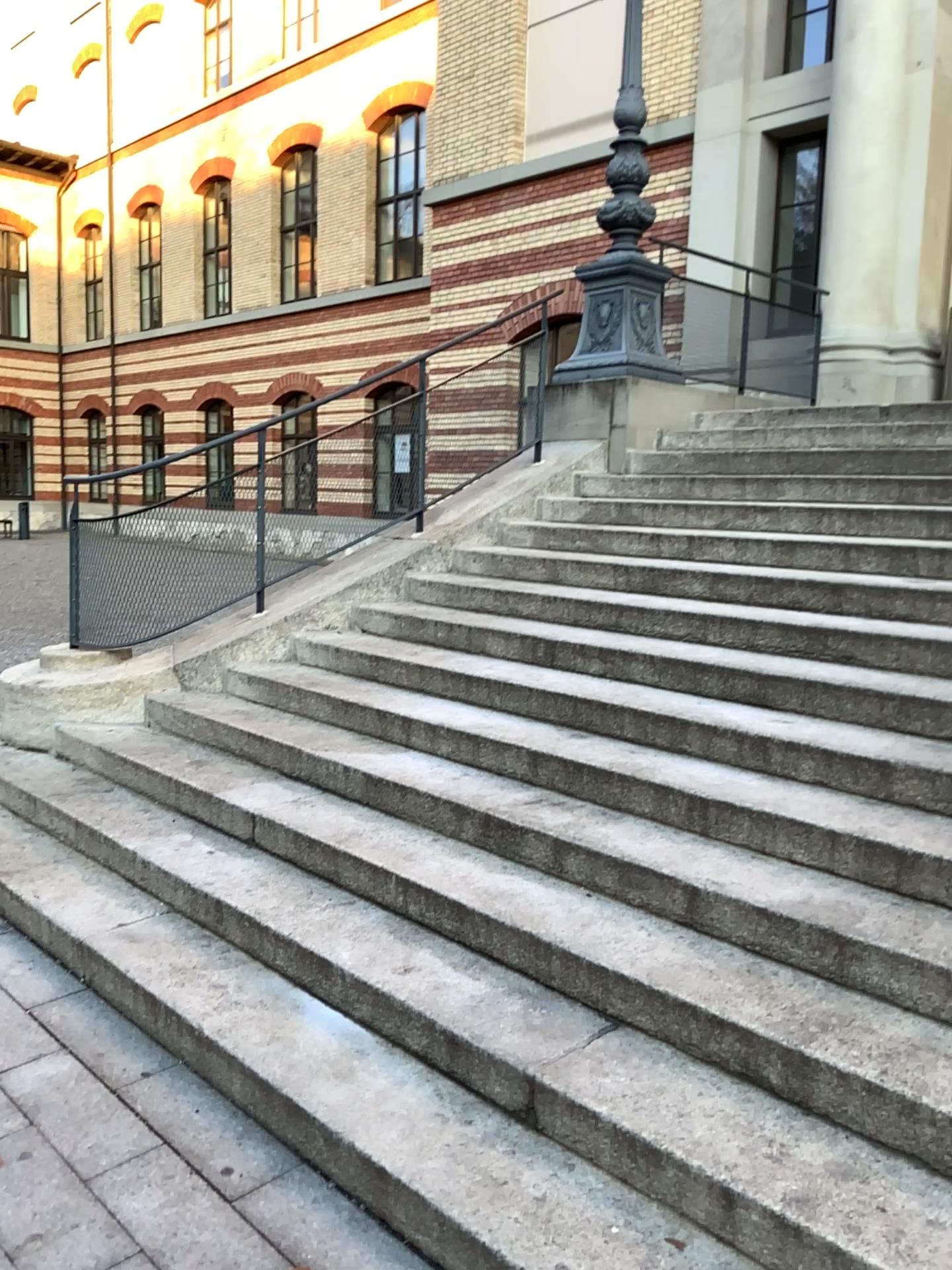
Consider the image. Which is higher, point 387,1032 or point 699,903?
point 699,903
